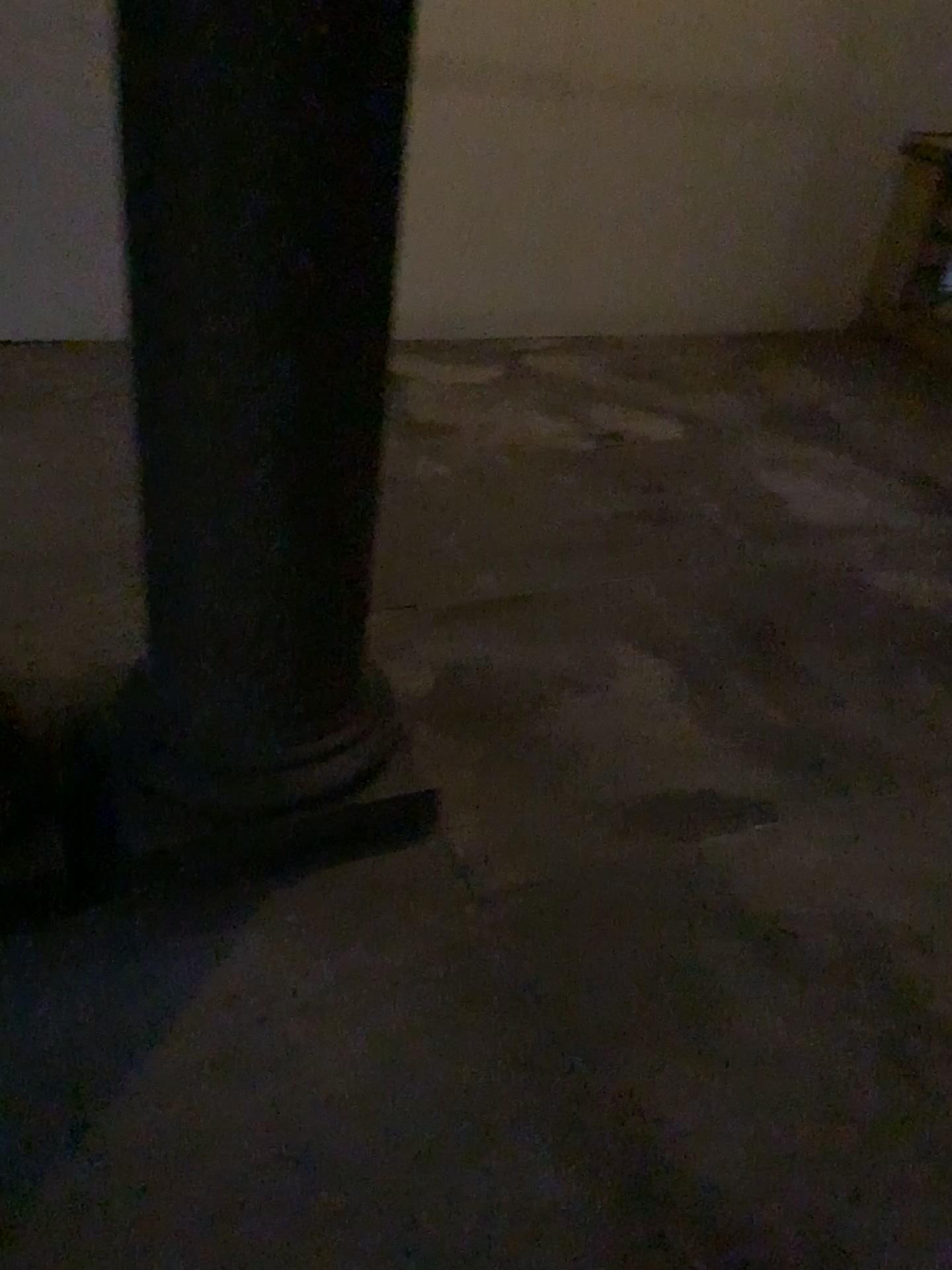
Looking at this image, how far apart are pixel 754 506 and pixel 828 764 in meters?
1.4
